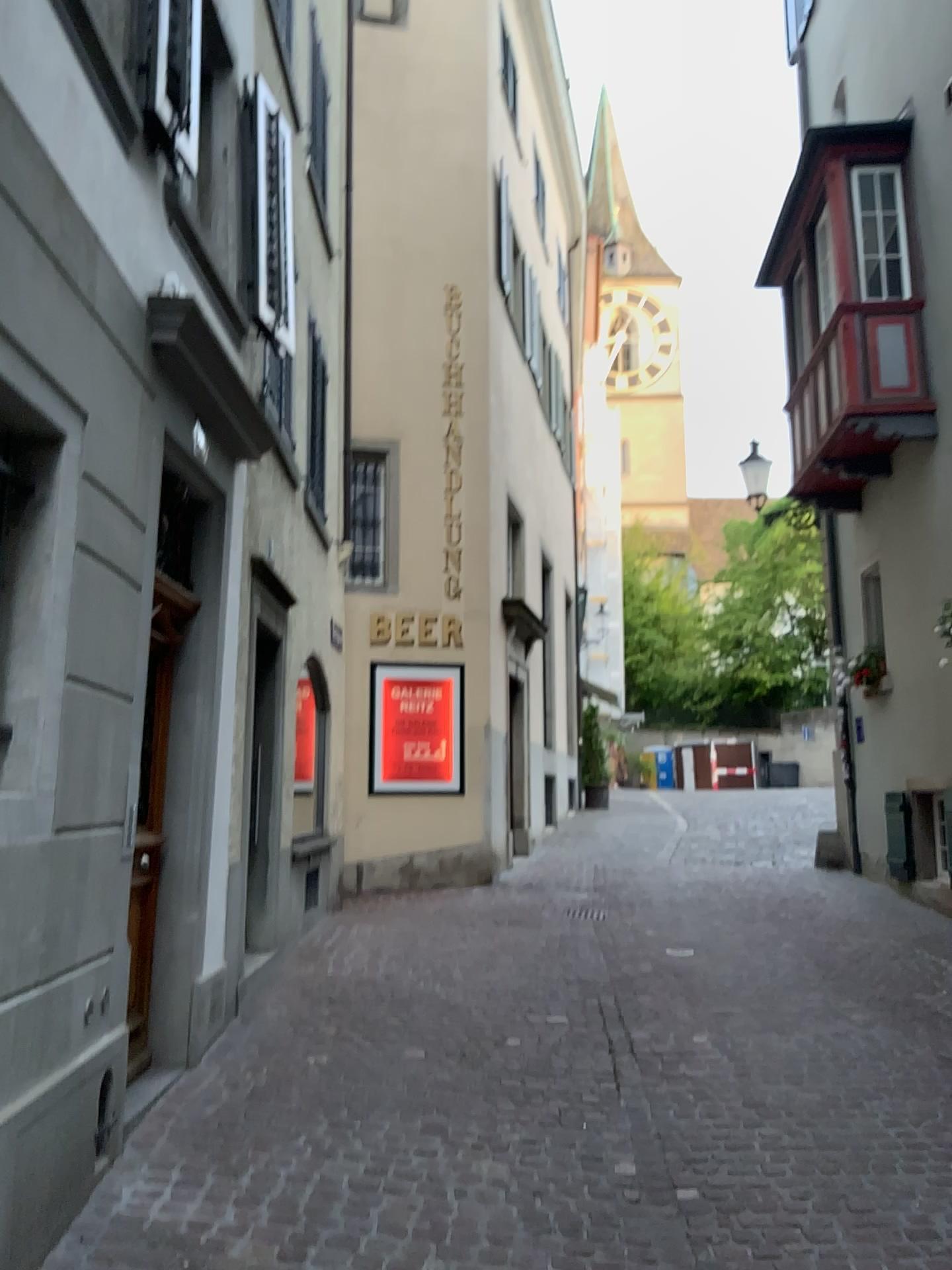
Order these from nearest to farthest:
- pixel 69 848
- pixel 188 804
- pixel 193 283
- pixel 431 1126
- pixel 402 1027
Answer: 1. pixel 69 848
2. pixel 431 1126
3. pixel 193 283
4. pixel 188 804
5. pixel 402 1027
